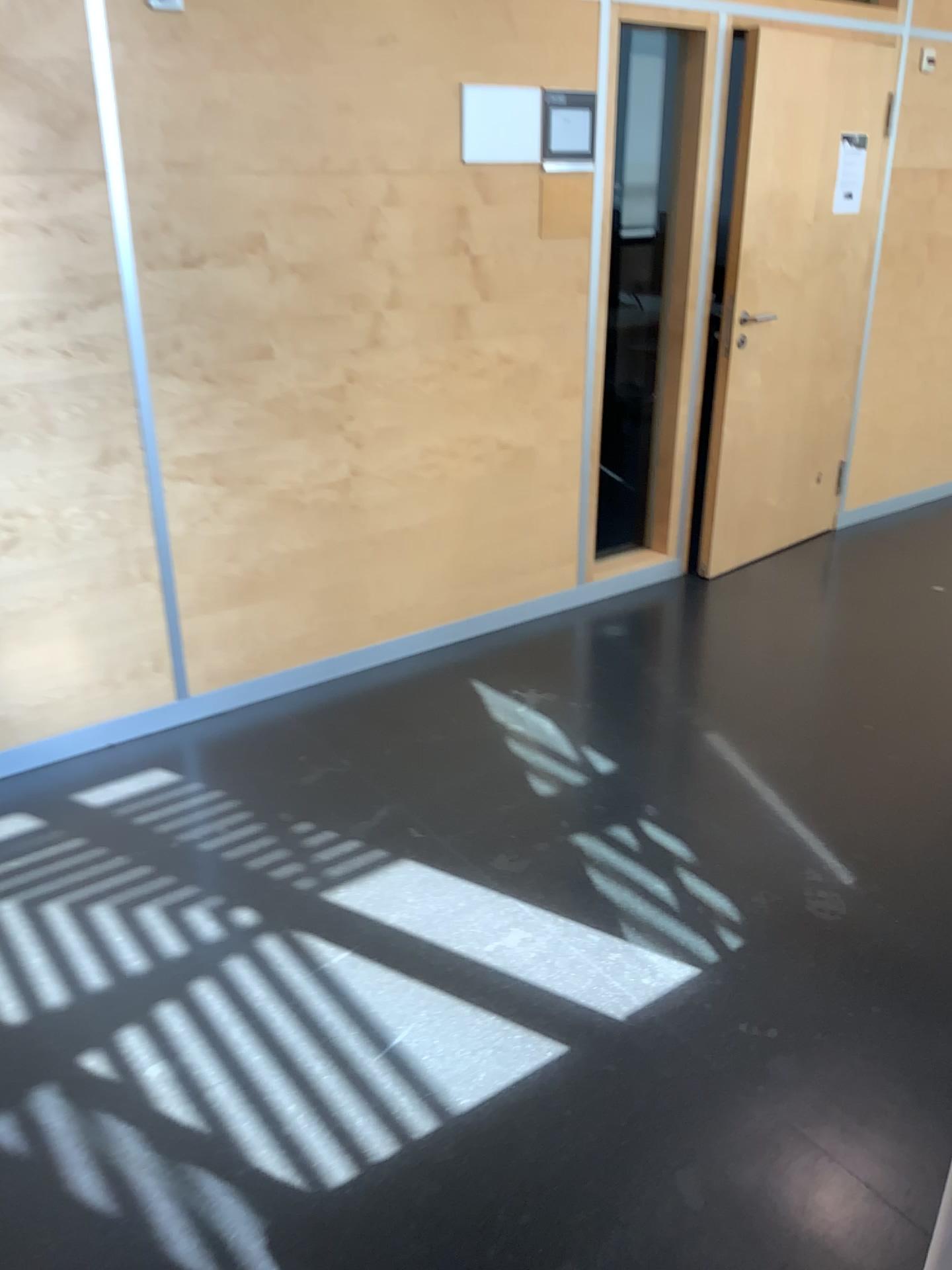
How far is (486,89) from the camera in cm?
322

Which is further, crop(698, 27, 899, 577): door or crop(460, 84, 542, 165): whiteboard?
crop(698, 27, 899, 577): door

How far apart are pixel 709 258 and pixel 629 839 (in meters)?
2.32

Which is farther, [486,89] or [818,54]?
[818,54]

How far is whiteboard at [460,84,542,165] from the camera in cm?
322
